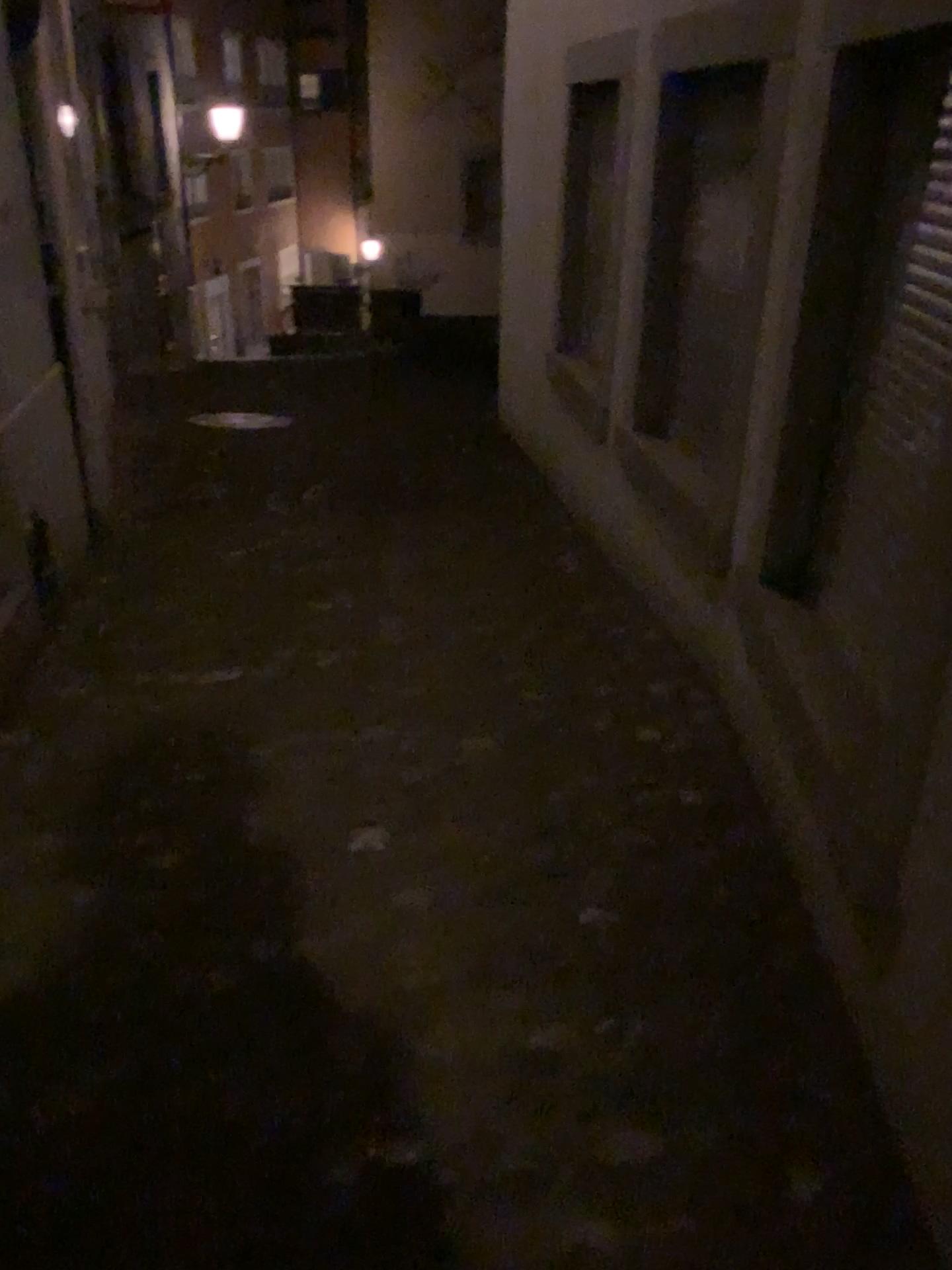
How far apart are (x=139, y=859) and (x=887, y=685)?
1.6 meters
